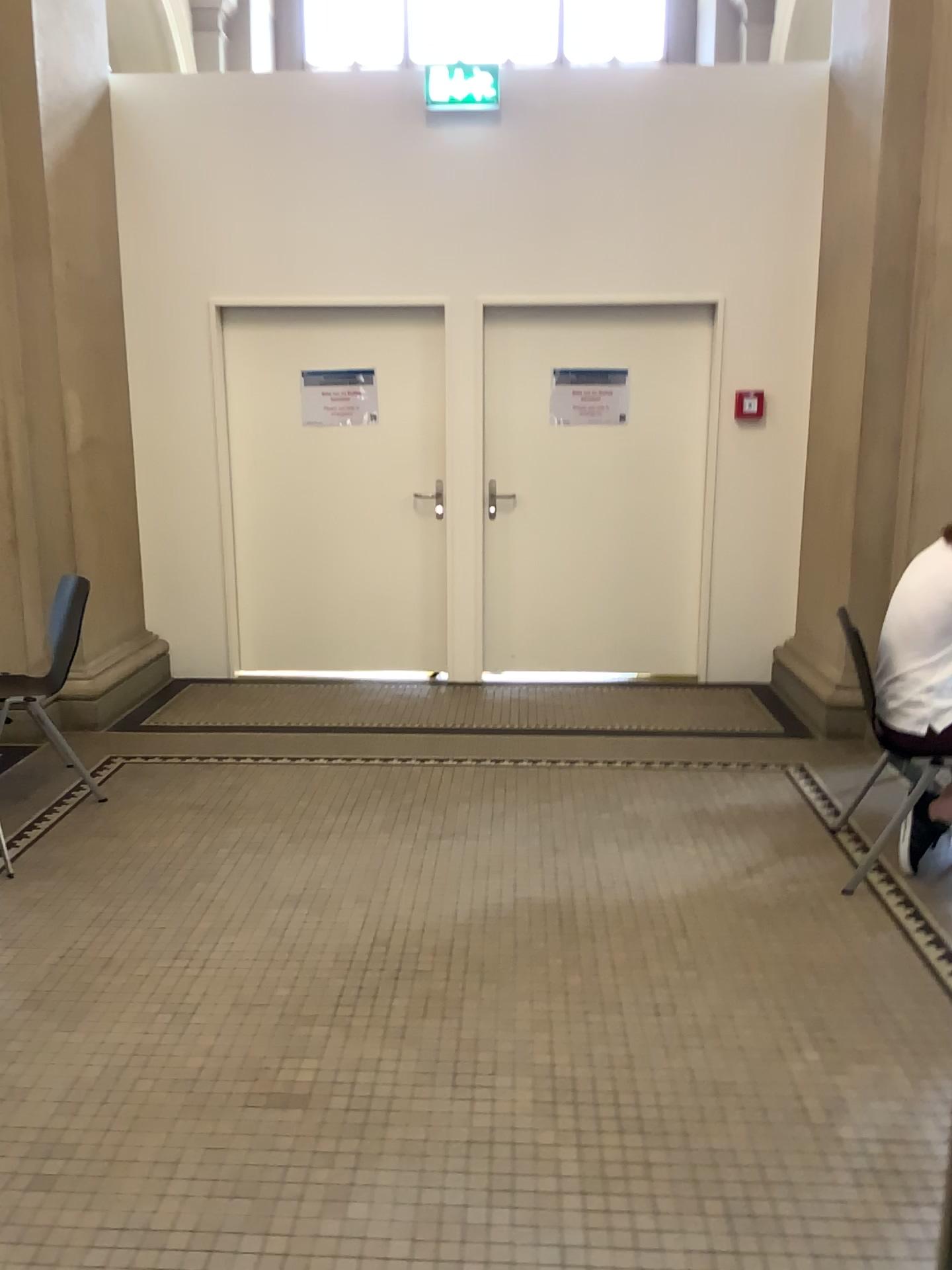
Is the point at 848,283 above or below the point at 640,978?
above
